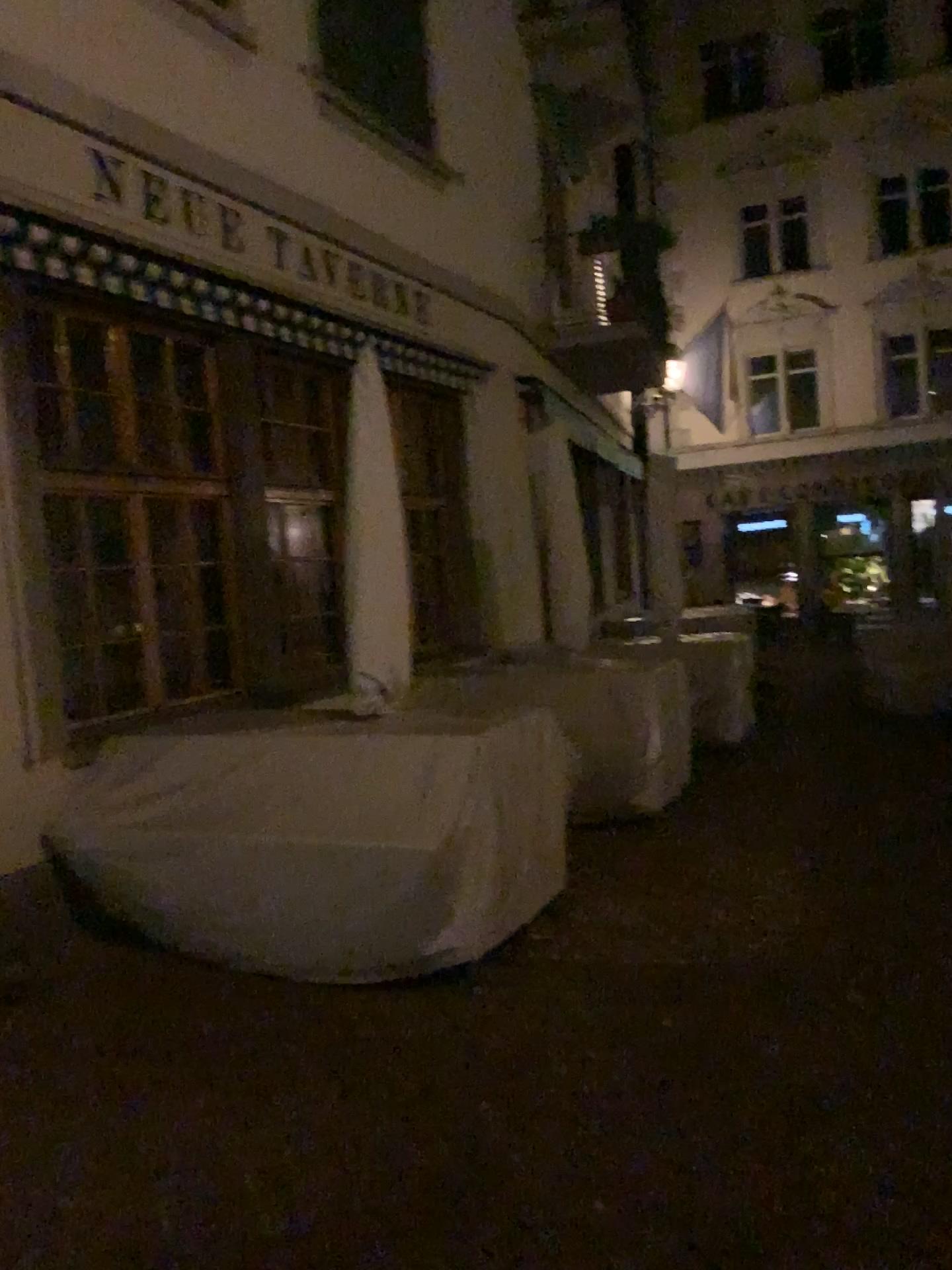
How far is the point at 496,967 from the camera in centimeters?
398cm
